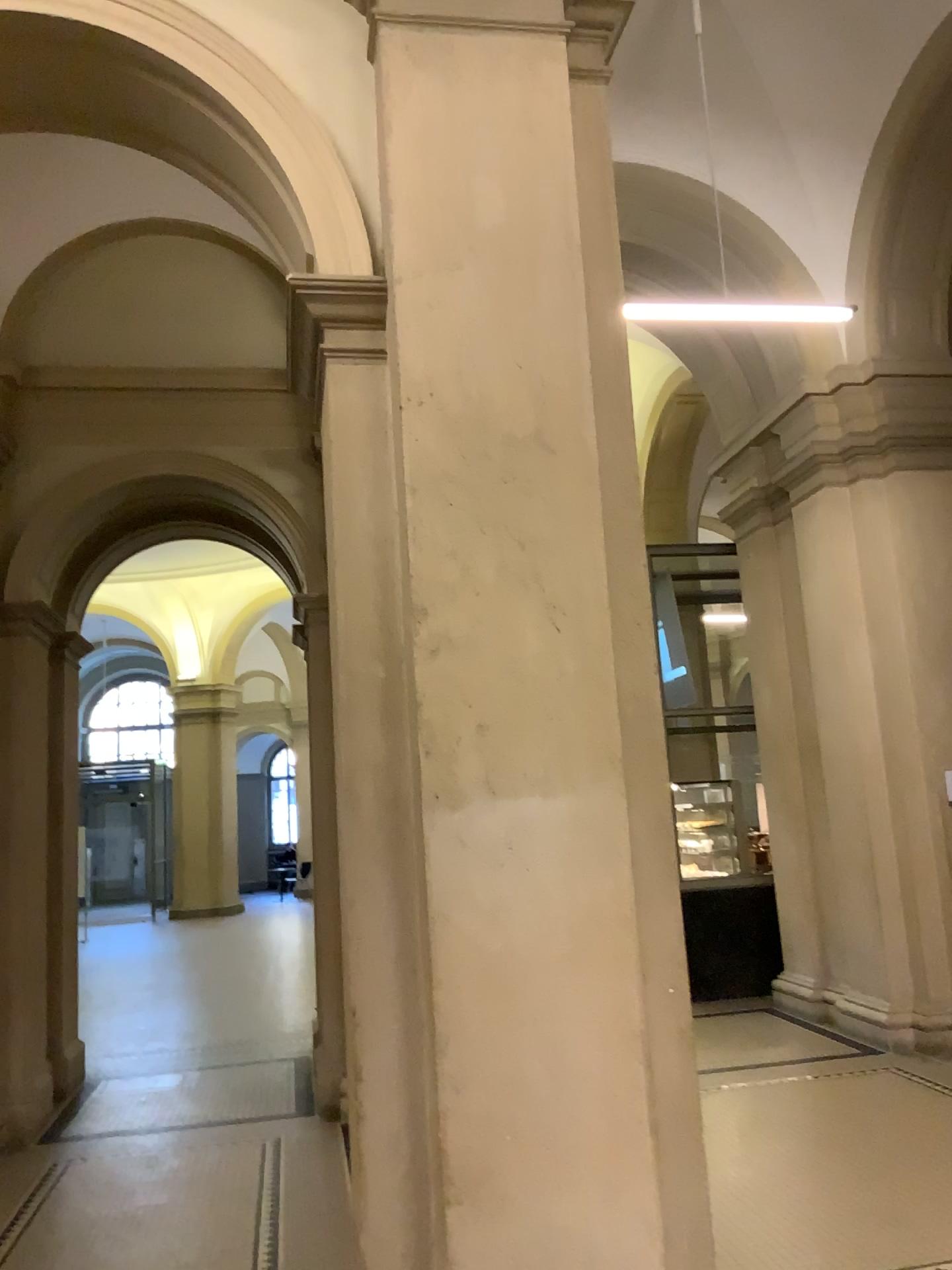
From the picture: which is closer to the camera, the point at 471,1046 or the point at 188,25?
the point at 471,1046

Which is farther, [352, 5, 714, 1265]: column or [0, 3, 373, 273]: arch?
[0, 3, 373, 273]: arch

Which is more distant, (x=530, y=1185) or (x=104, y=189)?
(x=104, y=189)

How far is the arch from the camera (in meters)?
2.98

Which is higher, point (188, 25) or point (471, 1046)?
point (188, 25)

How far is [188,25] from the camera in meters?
3.0
